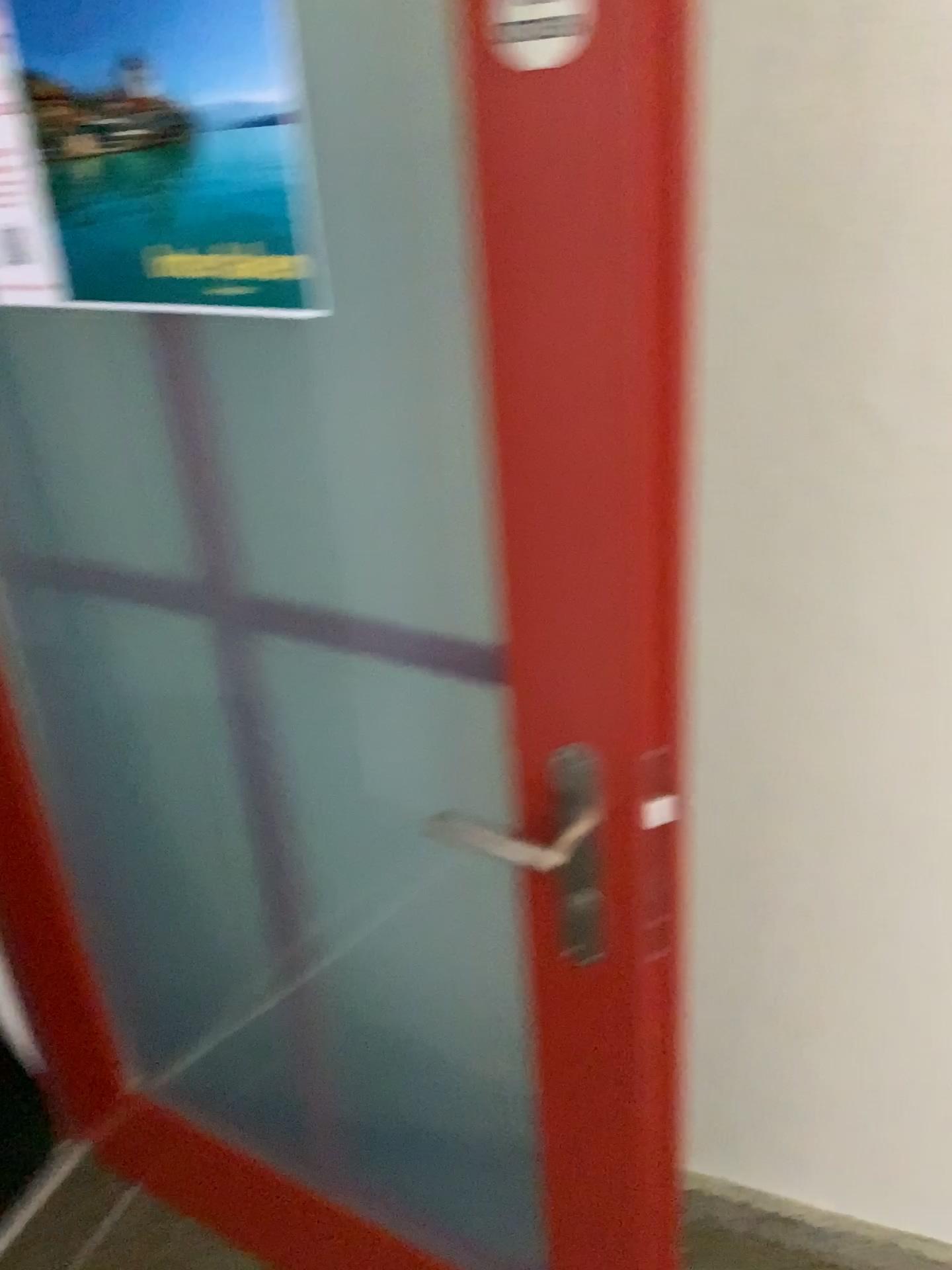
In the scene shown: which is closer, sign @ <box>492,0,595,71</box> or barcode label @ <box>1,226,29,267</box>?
sign @ <box>492,0,595,71</box>

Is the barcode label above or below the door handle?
above

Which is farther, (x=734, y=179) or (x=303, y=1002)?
(x=303, y=1002)

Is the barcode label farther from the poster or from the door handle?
the door handle

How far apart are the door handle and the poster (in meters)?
0.44

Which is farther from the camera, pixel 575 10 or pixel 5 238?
pixel 5 238

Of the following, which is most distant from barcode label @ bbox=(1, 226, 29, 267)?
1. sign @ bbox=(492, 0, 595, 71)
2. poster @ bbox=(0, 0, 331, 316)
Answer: sign @ bbox=(492, 0, 595, 71)

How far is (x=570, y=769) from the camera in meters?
0.9

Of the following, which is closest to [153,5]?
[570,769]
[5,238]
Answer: [5,238]

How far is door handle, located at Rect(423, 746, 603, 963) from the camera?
0.9 meters
